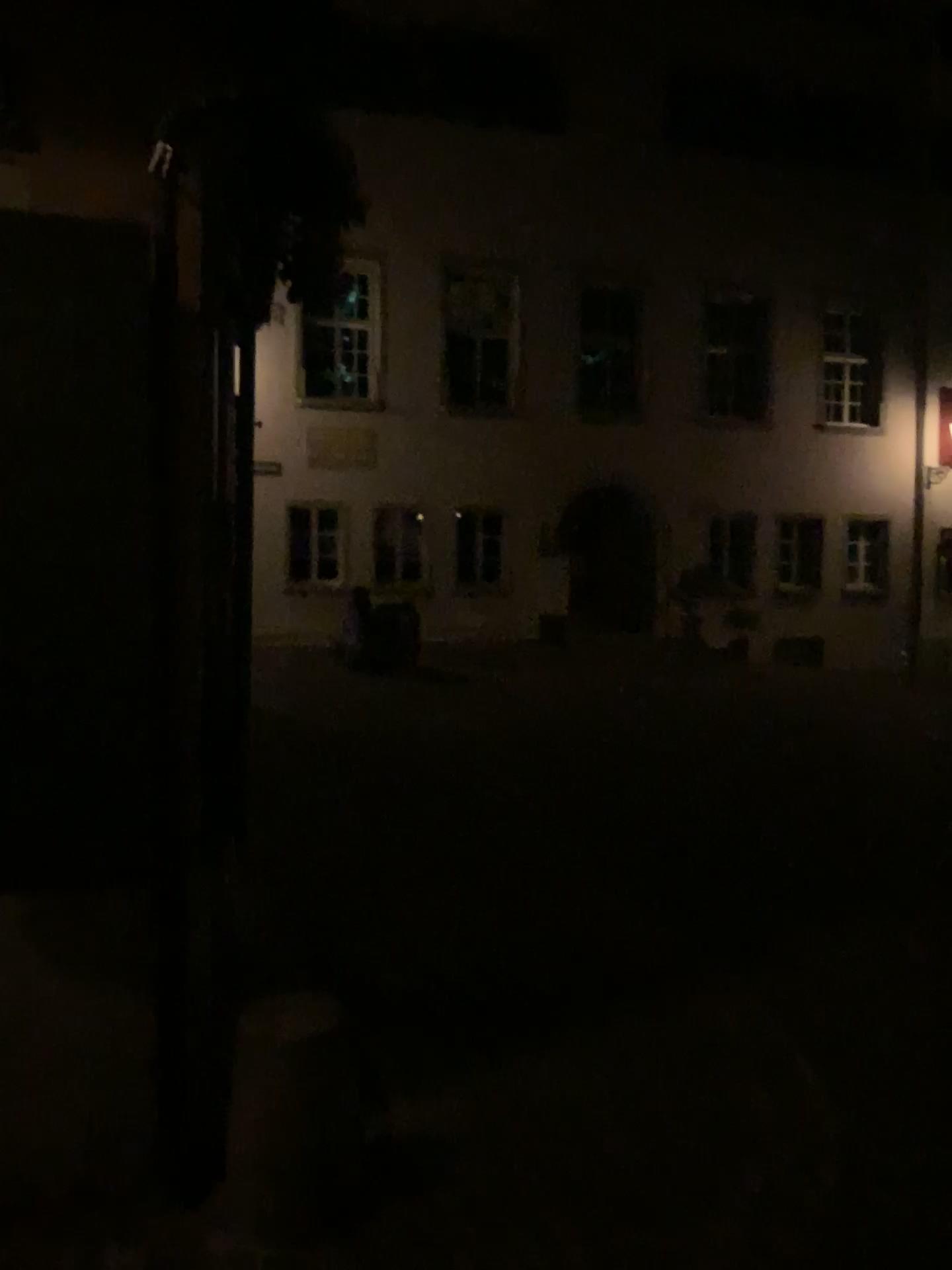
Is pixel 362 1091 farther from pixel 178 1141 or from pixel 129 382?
pixel 129 382
